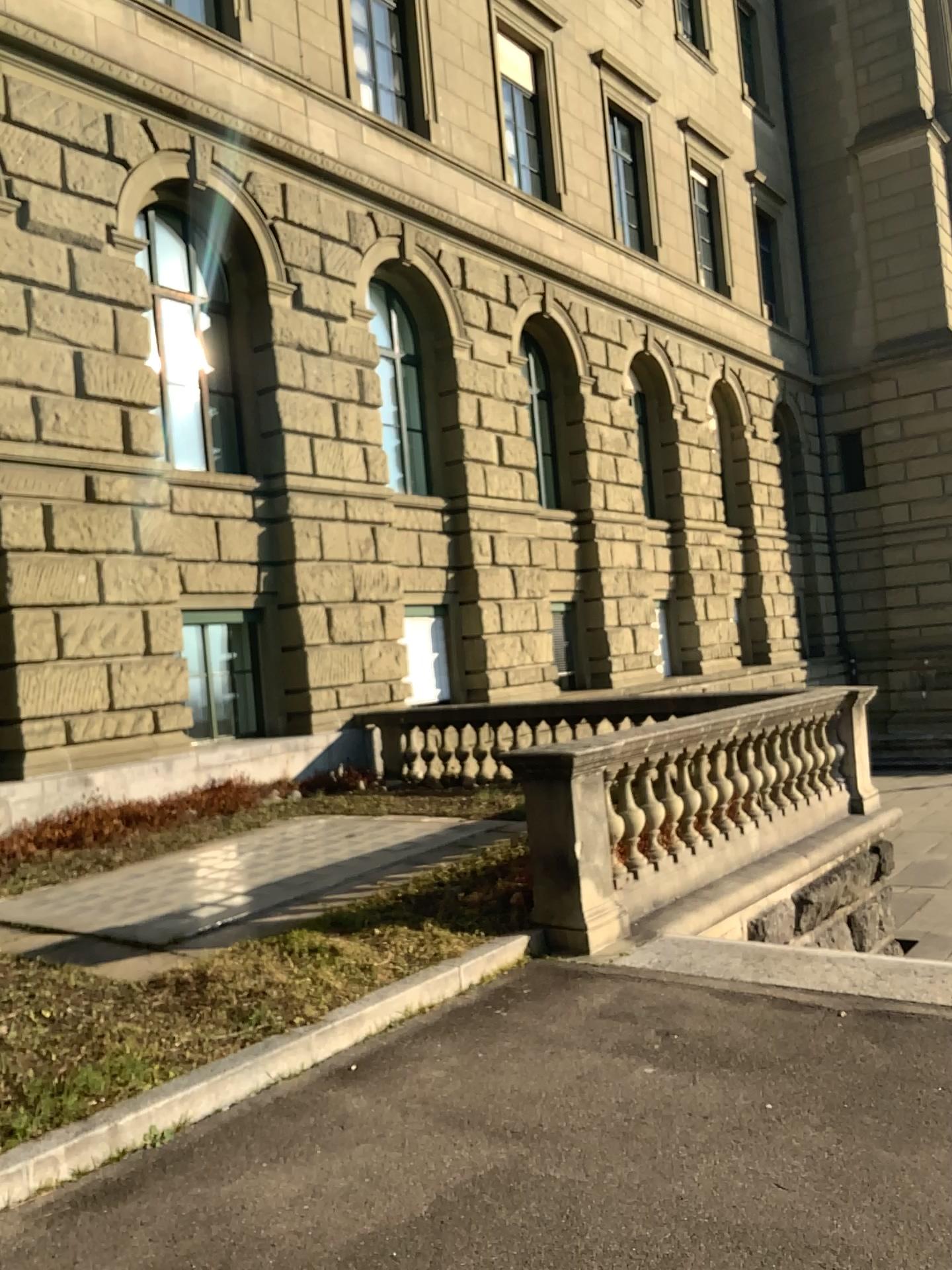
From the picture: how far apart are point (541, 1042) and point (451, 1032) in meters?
0.4 m
